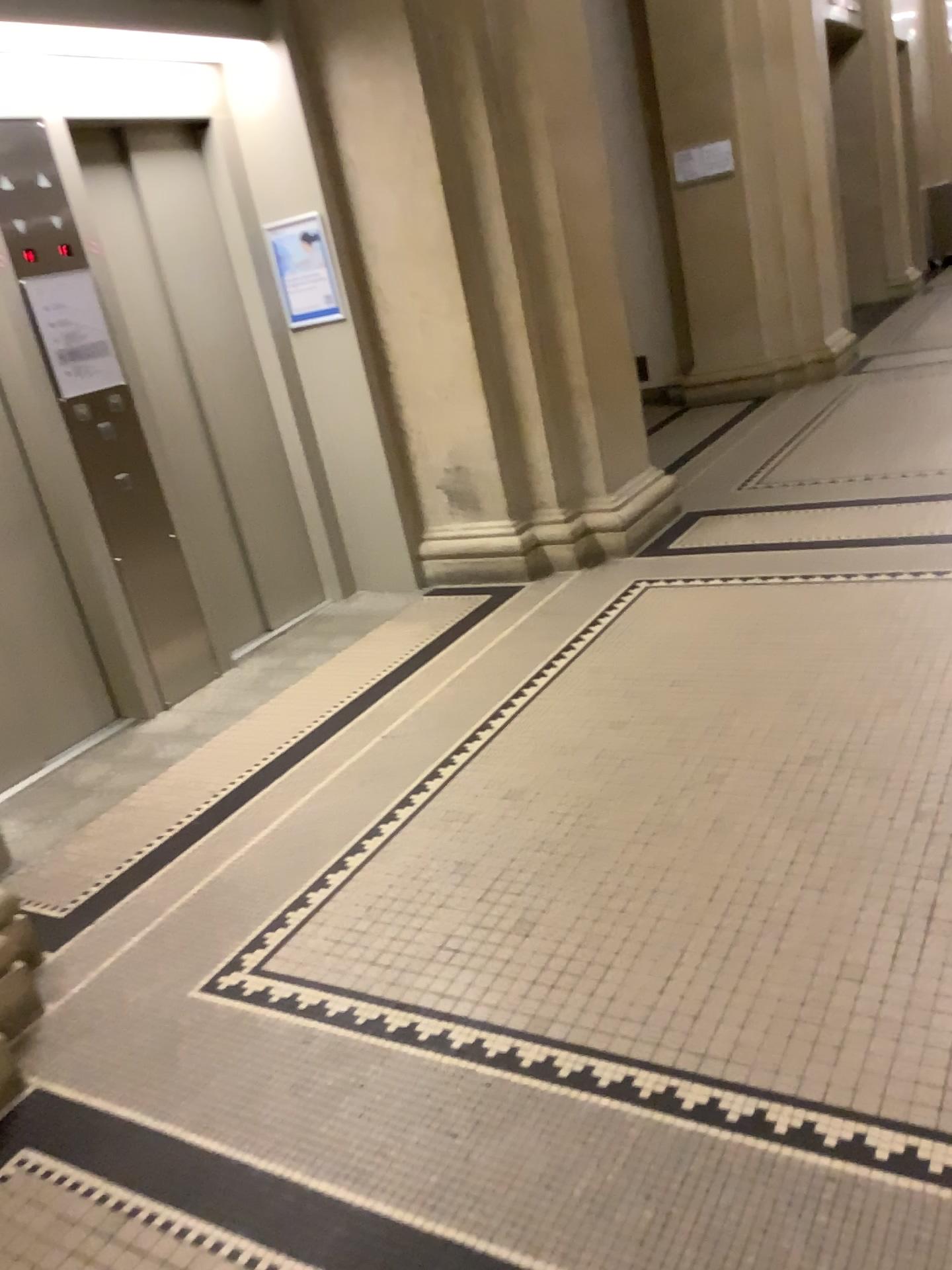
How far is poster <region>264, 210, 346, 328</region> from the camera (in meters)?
4.59

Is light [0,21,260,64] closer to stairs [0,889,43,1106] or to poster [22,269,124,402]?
poster [22,269,124,402]

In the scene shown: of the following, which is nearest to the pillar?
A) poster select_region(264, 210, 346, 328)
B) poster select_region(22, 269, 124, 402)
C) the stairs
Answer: poster select_region(264, 210, 346, 328)

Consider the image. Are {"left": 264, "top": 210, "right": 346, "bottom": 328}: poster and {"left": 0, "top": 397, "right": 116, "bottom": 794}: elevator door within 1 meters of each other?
no

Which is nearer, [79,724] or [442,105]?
[79,724]

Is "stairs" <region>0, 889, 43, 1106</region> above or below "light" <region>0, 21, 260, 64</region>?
below

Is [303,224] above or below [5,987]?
above

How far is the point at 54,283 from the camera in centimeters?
372cm

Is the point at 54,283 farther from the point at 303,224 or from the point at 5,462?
the point at 303,224

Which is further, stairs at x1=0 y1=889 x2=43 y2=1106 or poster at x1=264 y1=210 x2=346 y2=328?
poster at x1=264 y1=210 x2=346 y2=328
